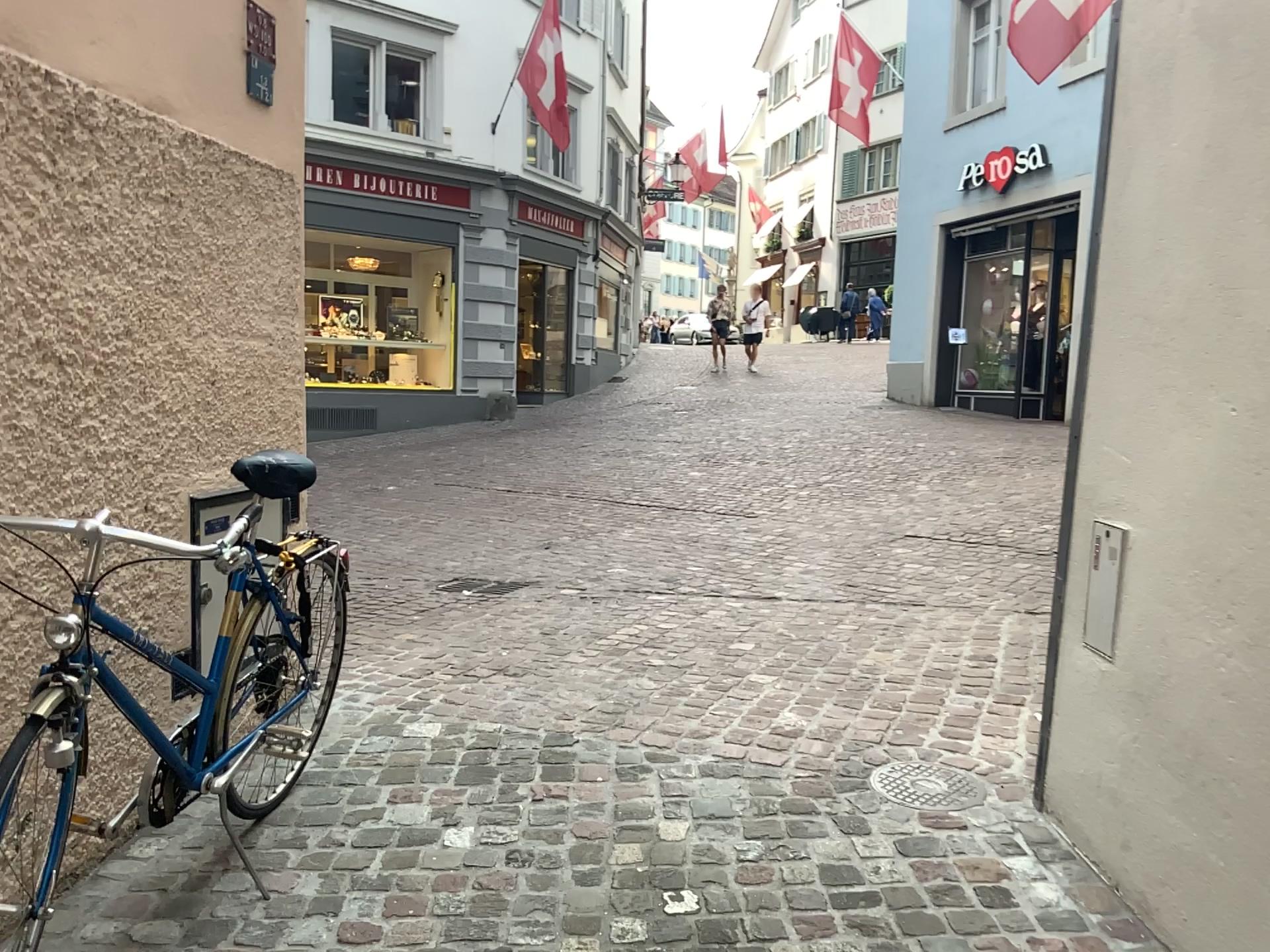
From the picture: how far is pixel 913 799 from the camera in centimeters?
275cm

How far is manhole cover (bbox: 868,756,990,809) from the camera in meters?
2.8

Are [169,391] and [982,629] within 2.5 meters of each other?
no
